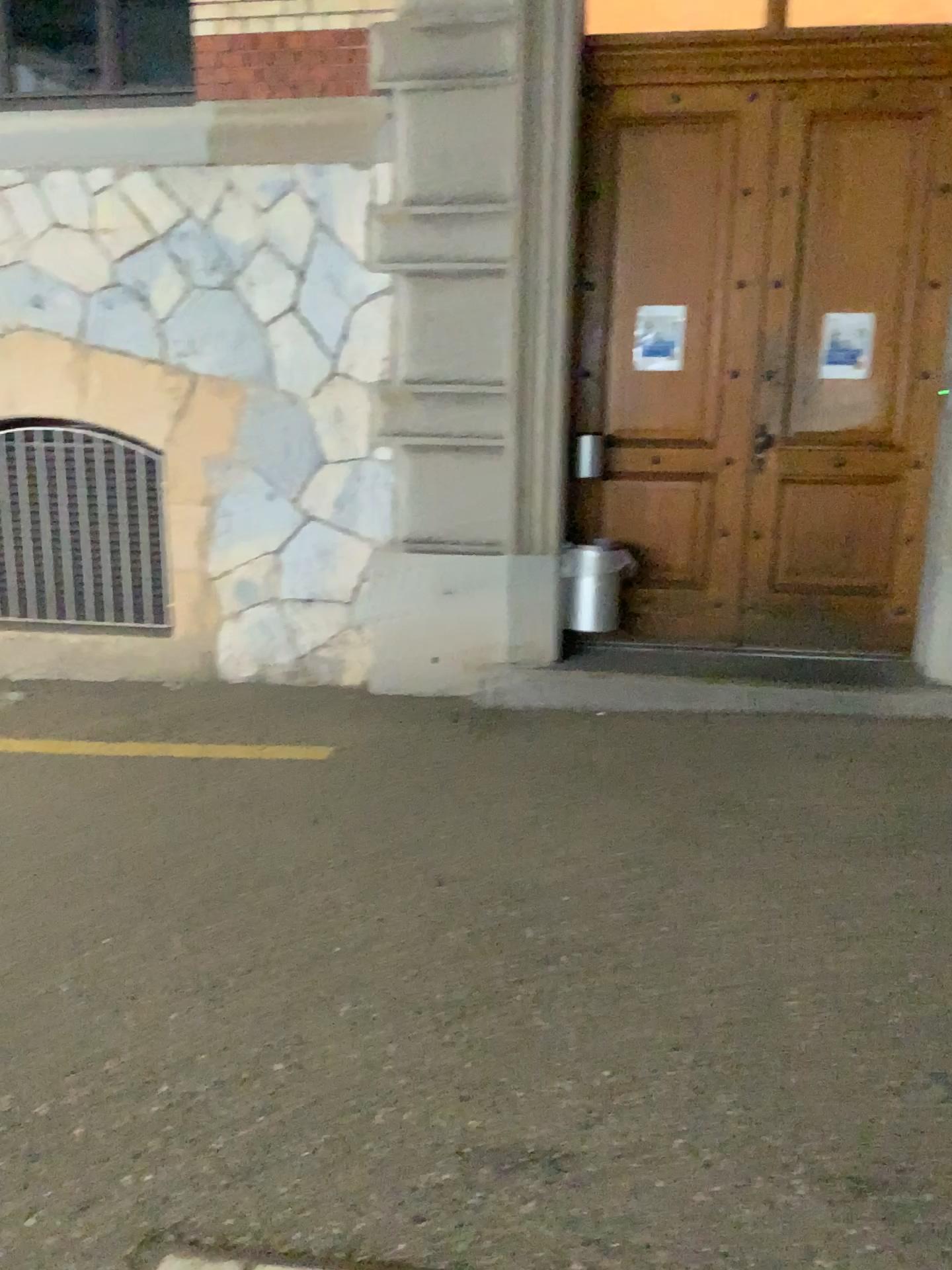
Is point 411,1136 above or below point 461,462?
below
